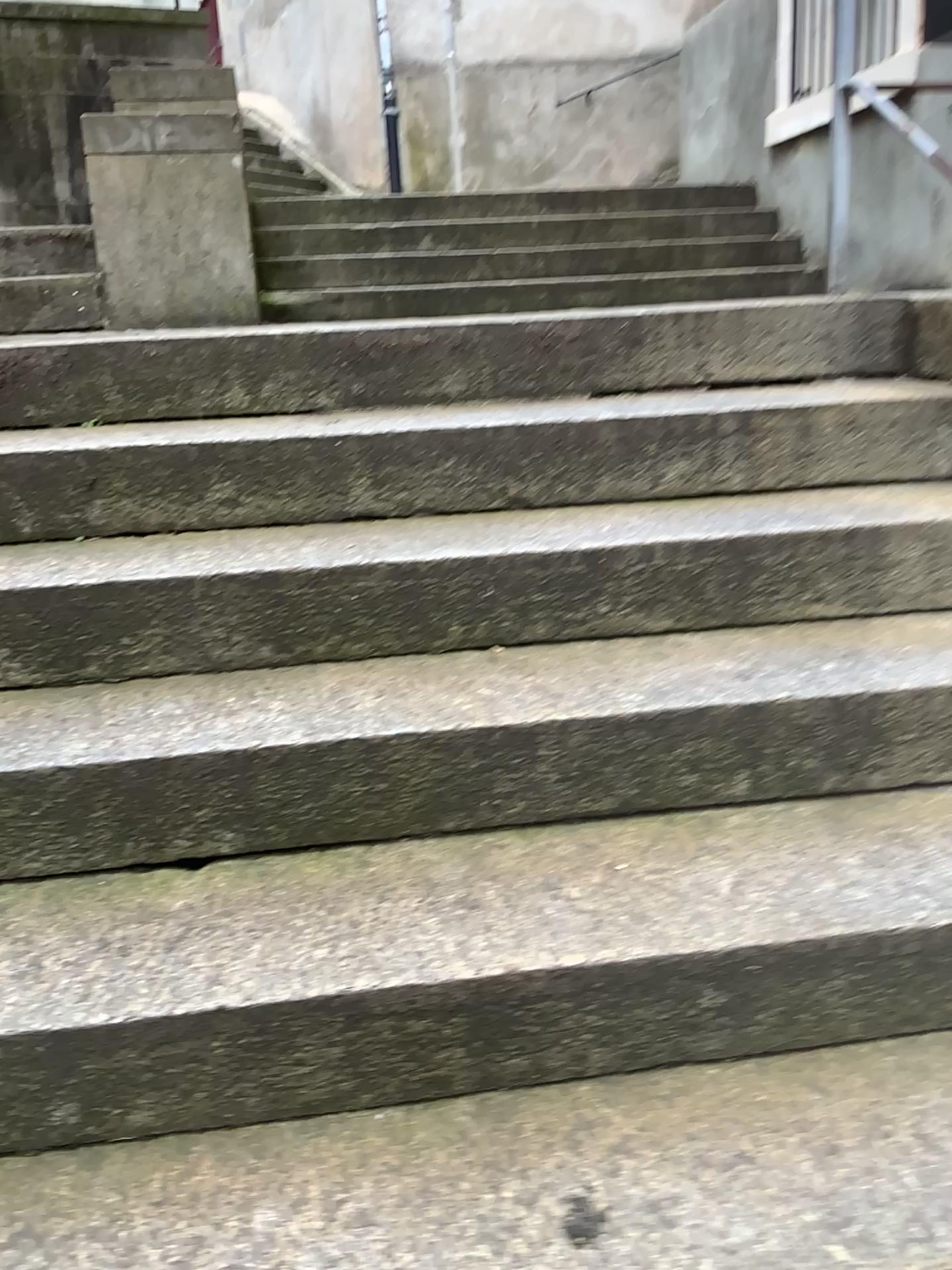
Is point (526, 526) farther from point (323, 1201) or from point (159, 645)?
point (323, 1201)

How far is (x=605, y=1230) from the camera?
1.0 meters

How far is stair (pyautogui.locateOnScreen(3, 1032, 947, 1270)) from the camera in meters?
1.0
